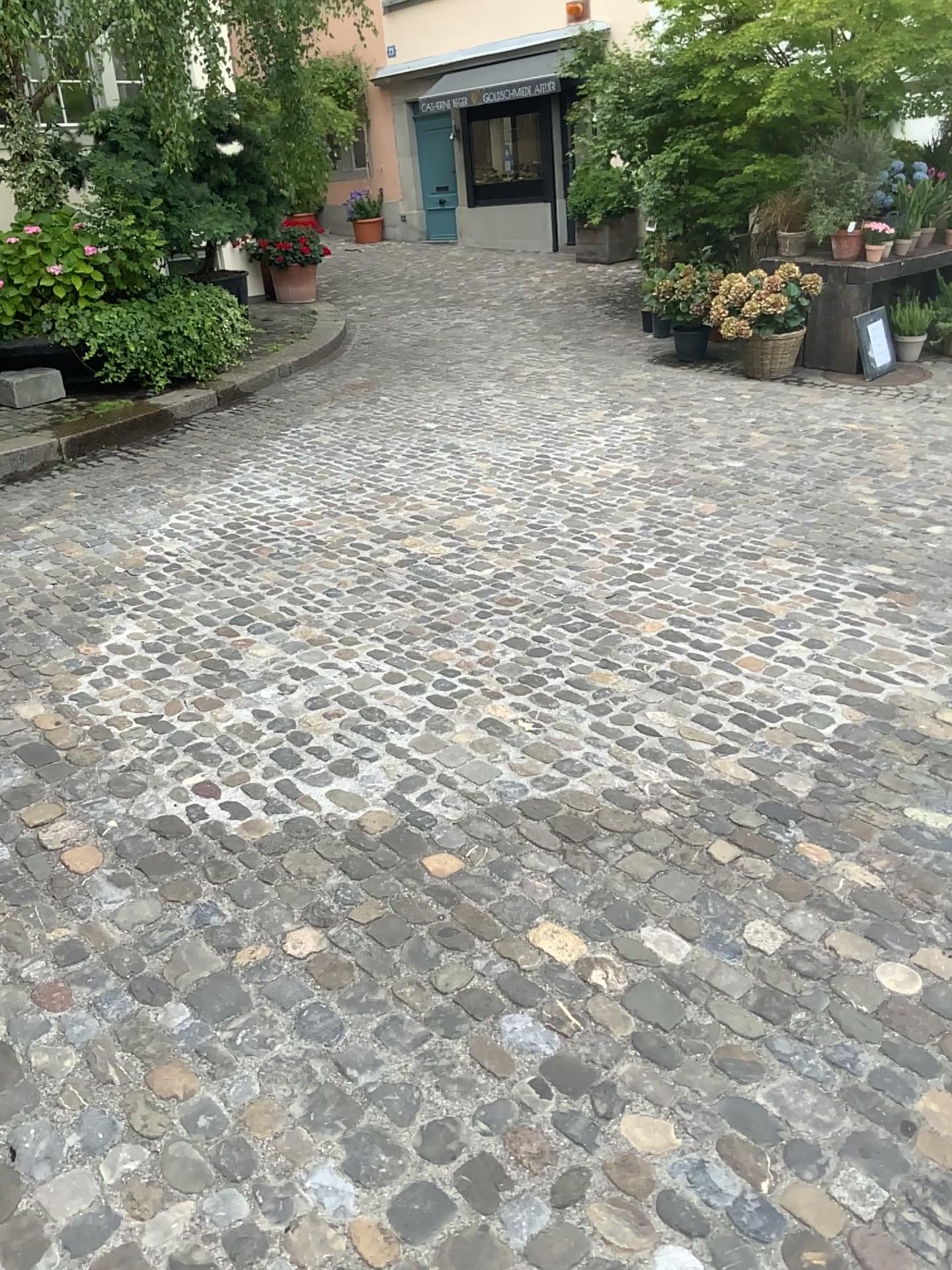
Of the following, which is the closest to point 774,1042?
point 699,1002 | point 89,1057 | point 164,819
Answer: point 699,1002
